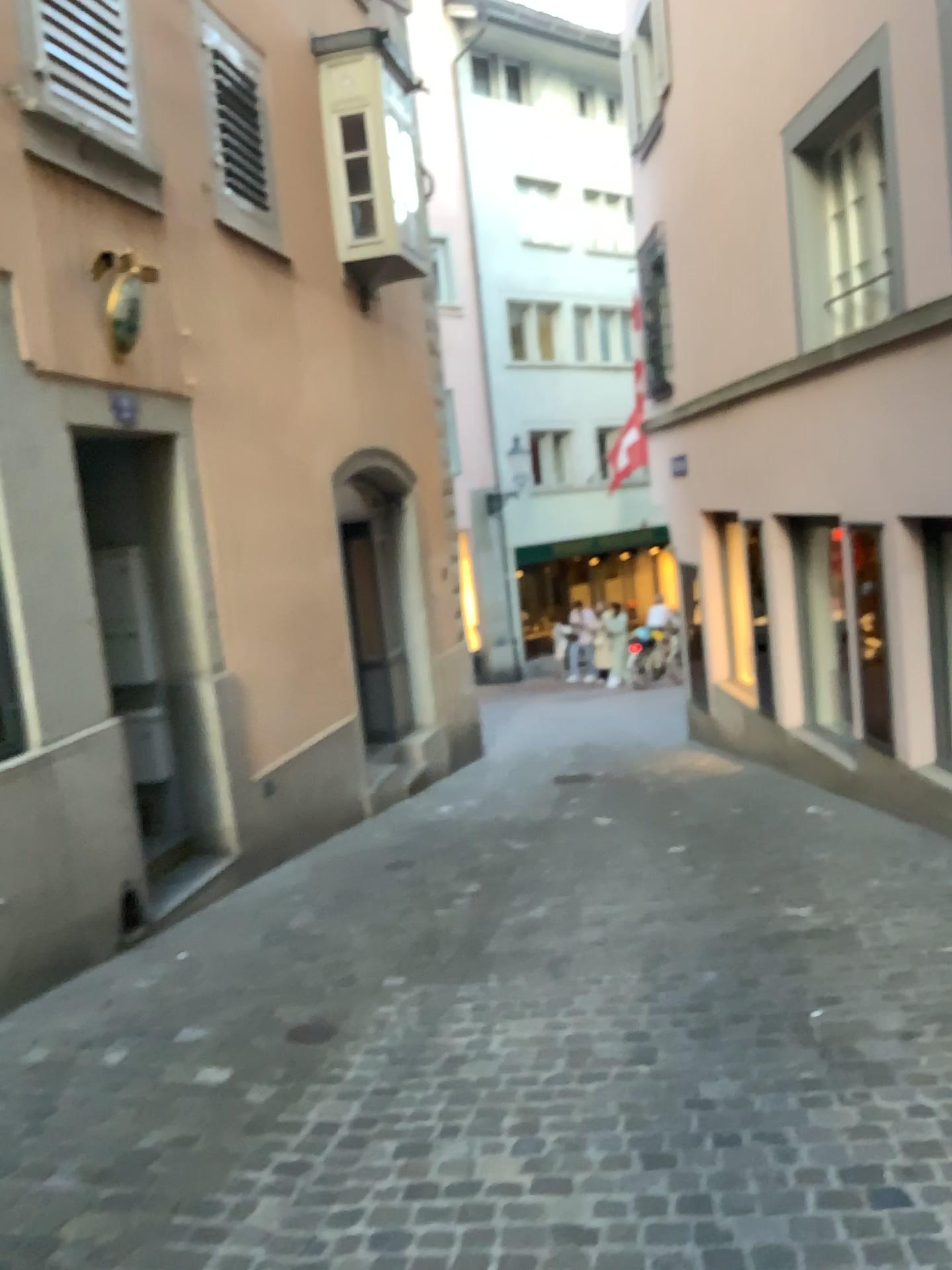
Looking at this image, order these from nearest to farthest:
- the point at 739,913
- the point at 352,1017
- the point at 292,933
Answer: the point at 352,1017 → the point at 739,913 → the point at 292,933
